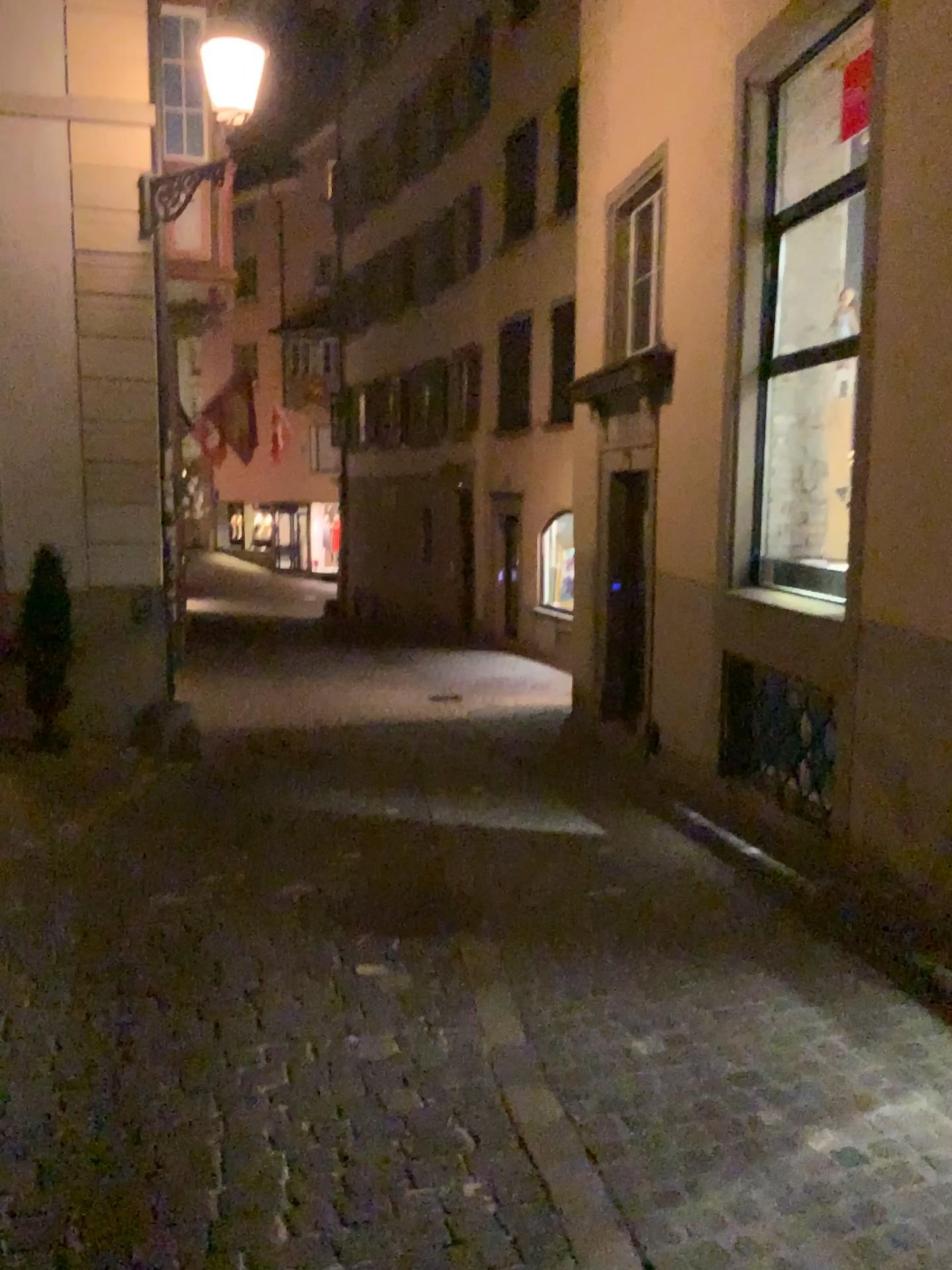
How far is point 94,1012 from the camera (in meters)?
3.60
